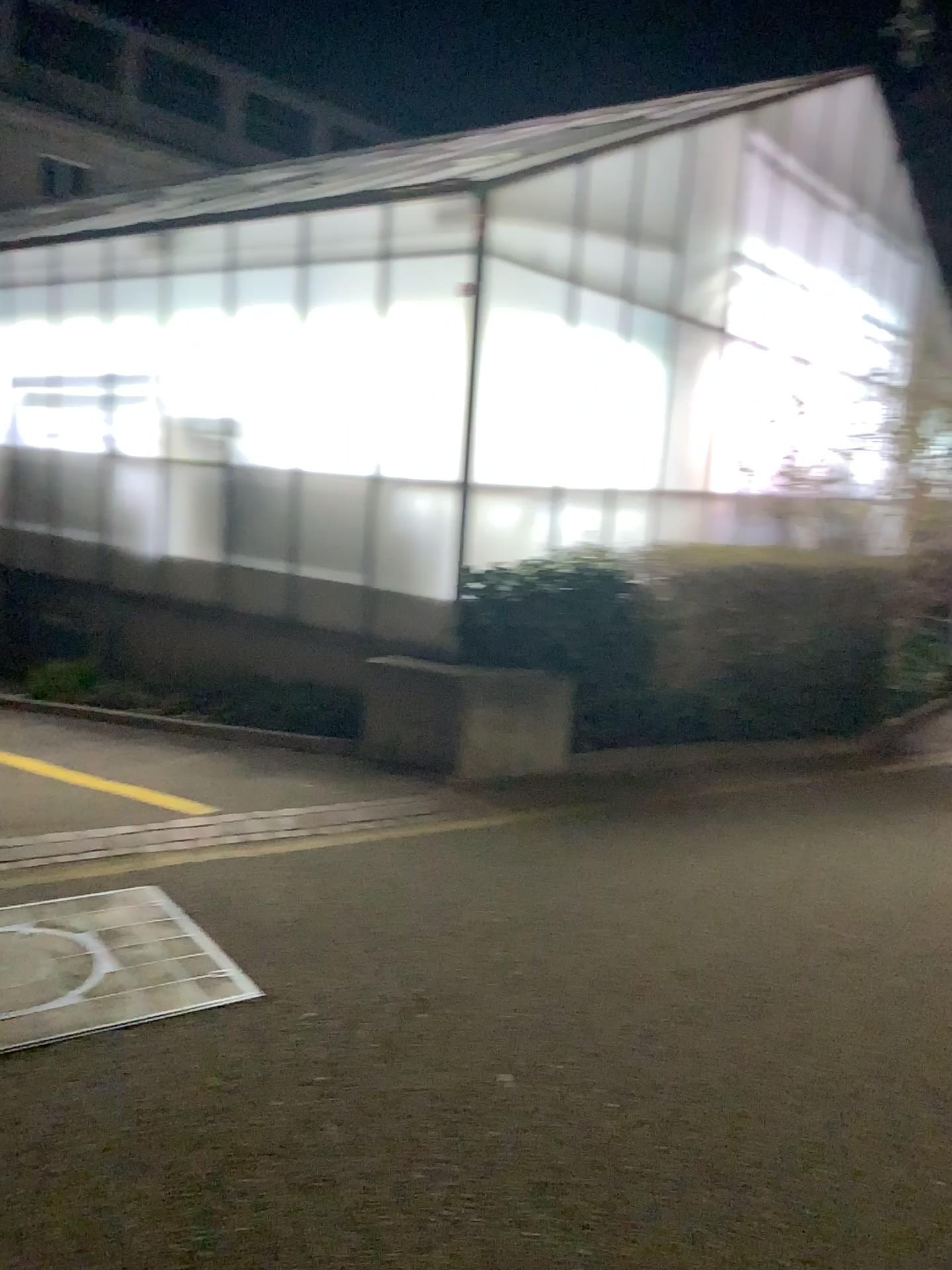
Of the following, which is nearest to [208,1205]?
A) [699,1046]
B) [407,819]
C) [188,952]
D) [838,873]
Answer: [188,952]
